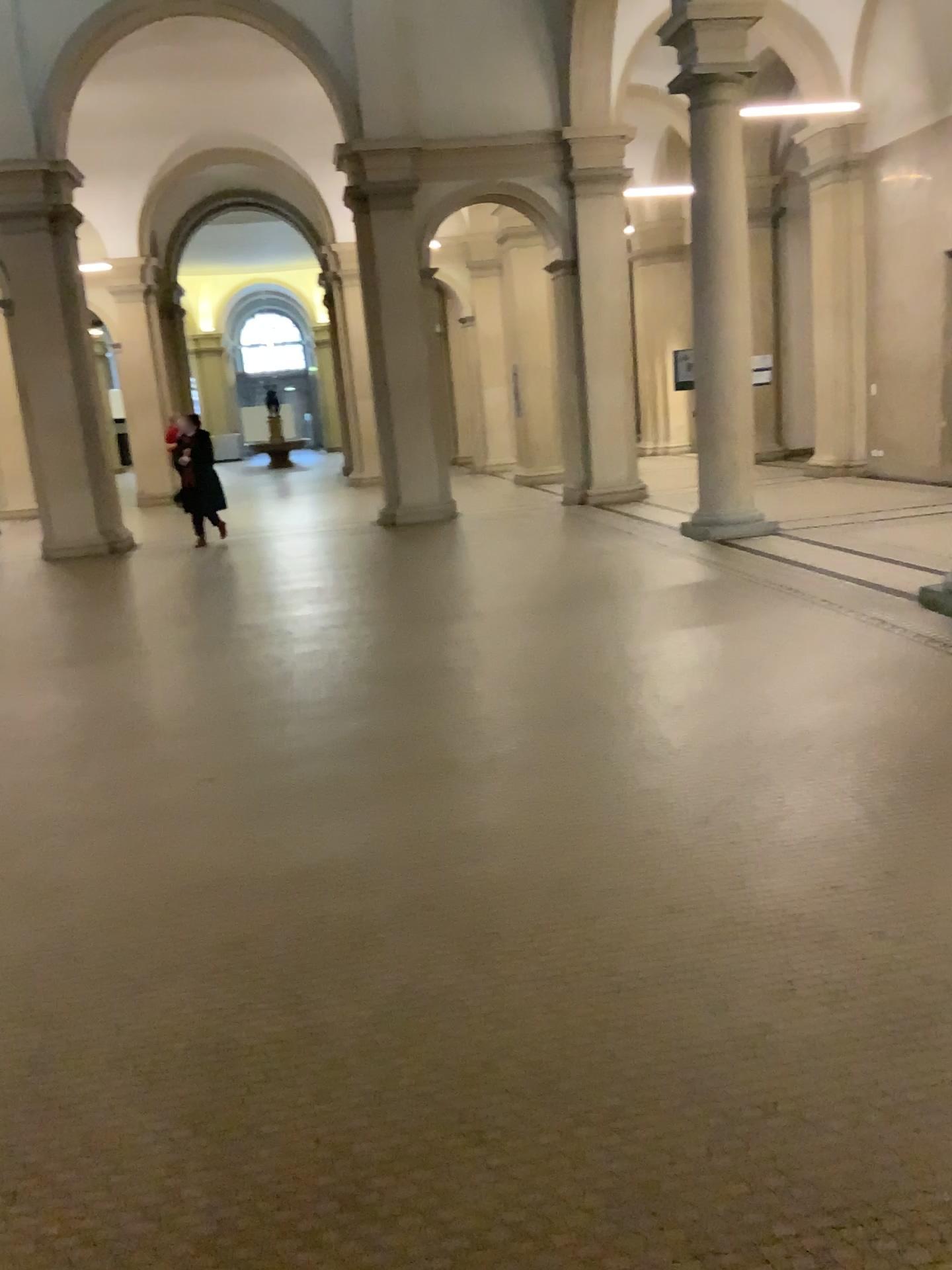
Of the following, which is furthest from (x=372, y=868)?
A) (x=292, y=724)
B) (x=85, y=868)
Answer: (x=292, y=724)
